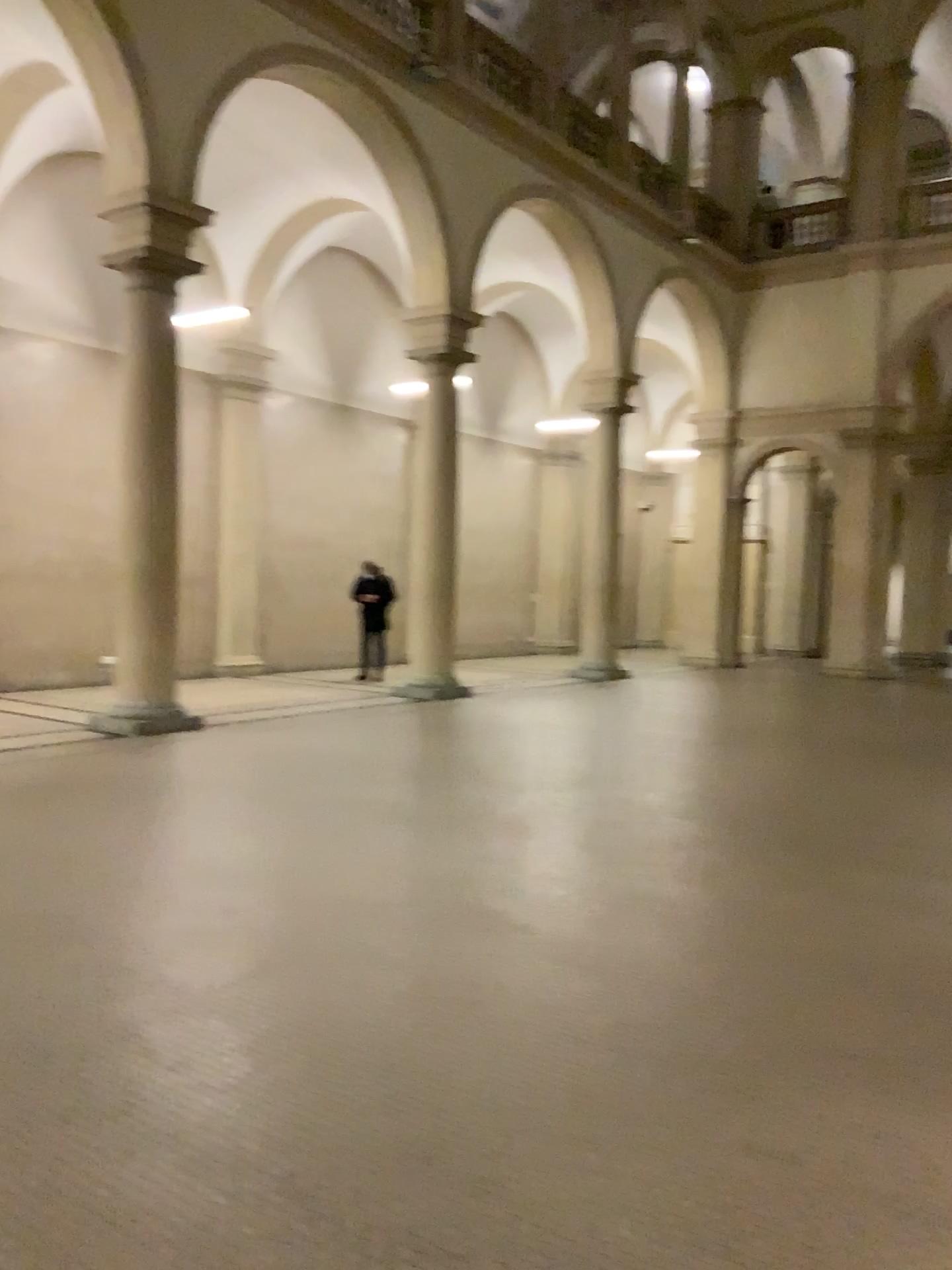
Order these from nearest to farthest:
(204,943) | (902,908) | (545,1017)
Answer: (545,1017)
(204,943)
(902,908)
